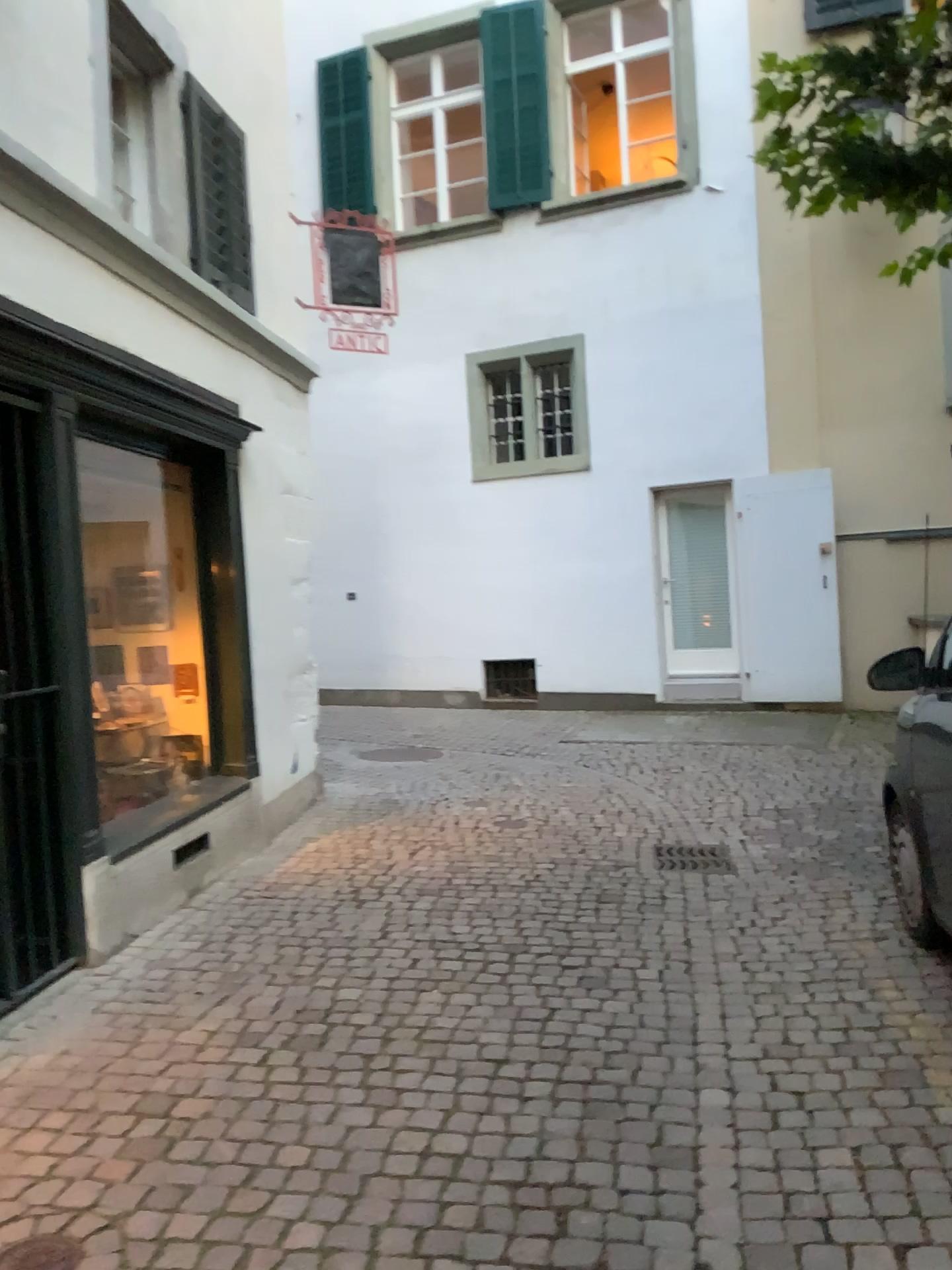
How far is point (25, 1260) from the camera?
2.24m

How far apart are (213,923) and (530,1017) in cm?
162

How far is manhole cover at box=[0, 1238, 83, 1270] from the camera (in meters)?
2.24
